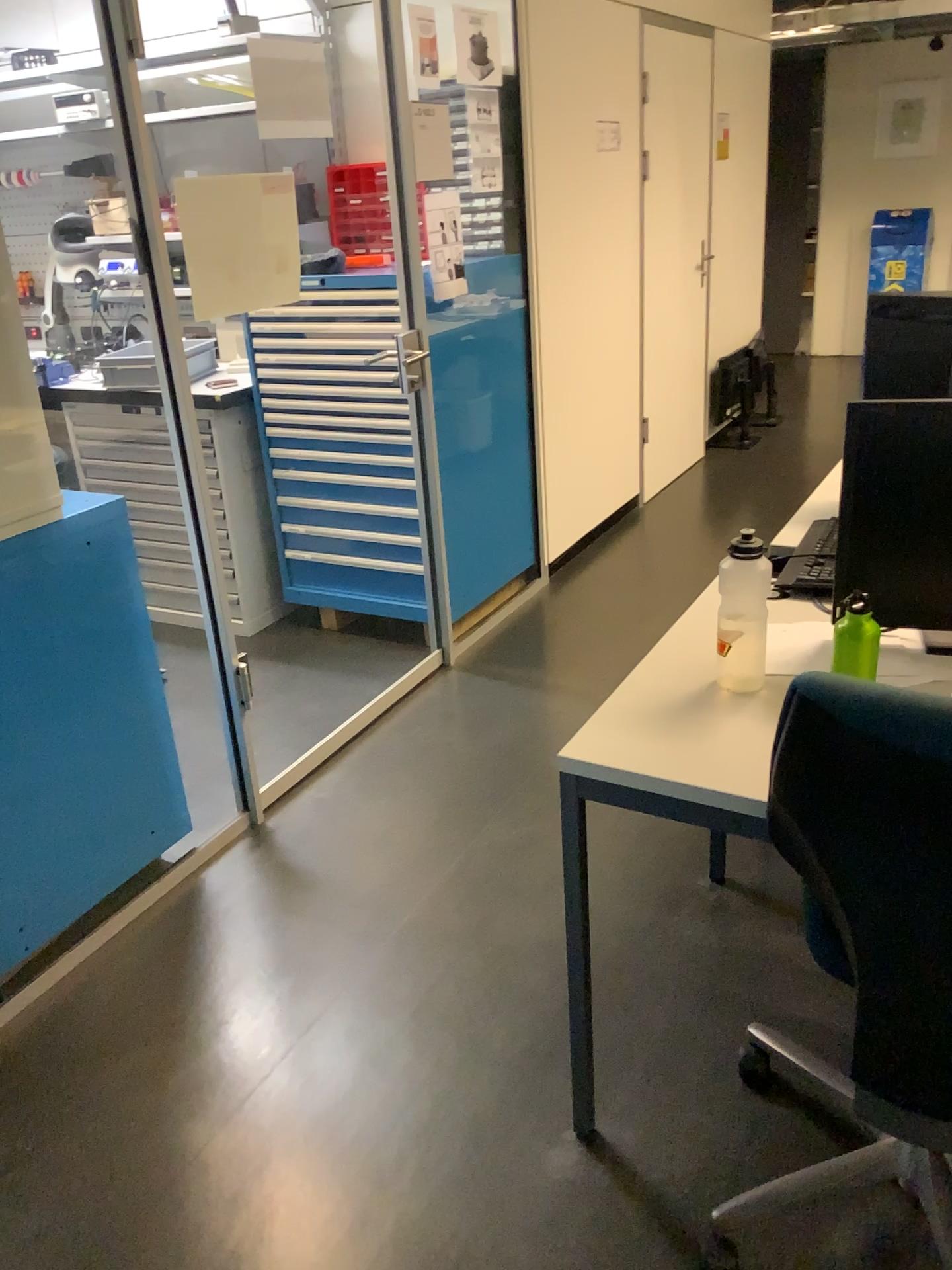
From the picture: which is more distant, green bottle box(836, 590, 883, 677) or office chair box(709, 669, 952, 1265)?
green bottle box(836, 590, 883, 677)

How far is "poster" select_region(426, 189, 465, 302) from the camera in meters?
3.2

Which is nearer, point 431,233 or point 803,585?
point 803,585

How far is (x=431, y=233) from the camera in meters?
3.2 m

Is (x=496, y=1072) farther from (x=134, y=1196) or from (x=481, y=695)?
(x=481, y=695)

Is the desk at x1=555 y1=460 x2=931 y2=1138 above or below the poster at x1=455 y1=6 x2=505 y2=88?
below

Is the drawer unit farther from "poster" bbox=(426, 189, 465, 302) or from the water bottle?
the water bottle

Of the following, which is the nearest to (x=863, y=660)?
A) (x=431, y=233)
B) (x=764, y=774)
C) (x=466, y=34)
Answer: (x=764, y=774)

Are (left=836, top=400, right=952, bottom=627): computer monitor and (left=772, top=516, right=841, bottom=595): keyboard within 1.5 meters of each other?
yes

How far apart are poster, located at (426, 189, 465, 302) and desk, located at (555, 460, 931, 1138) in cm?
177
